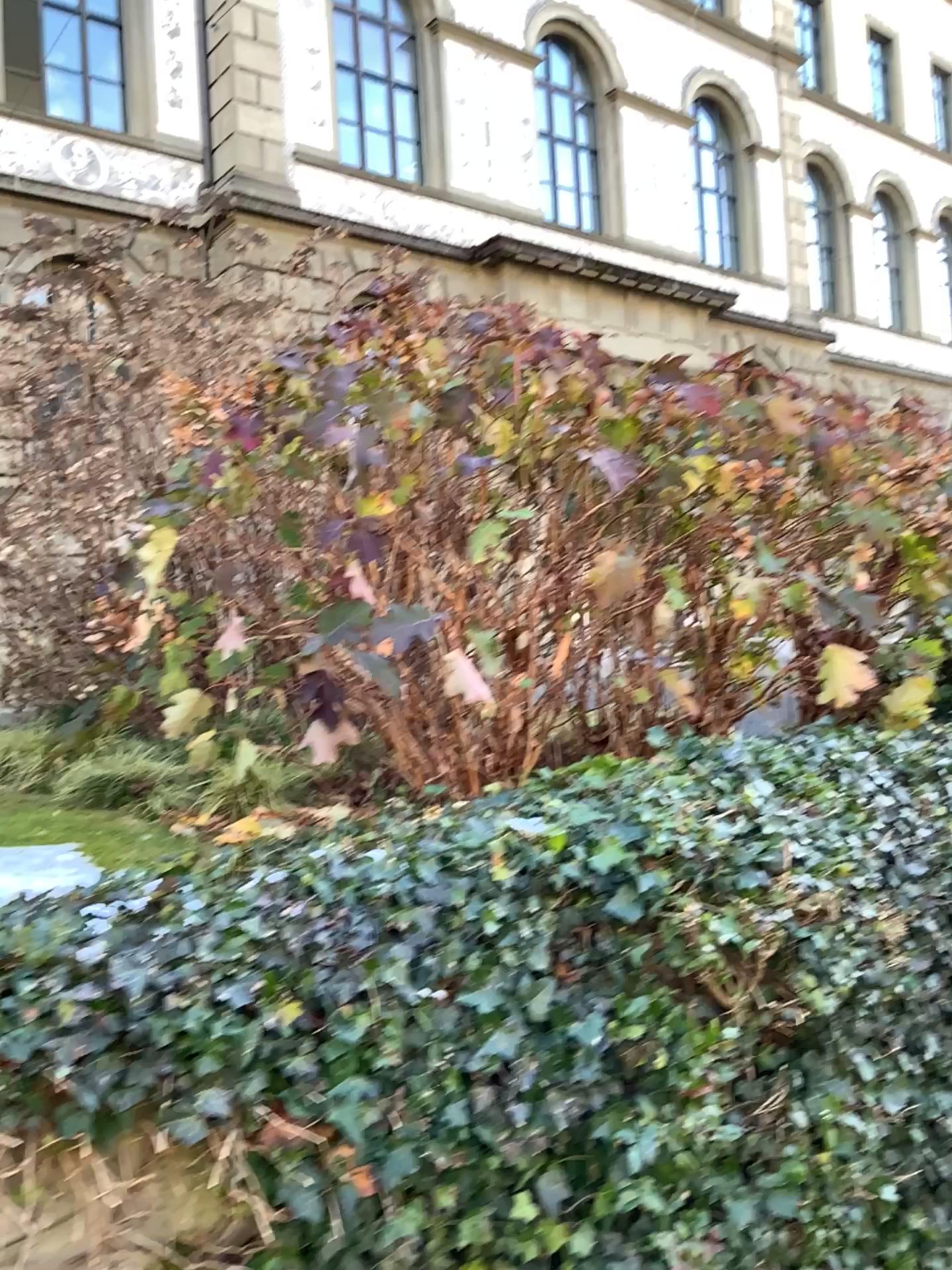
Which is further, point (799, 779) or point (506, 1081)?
point (799, 779)
